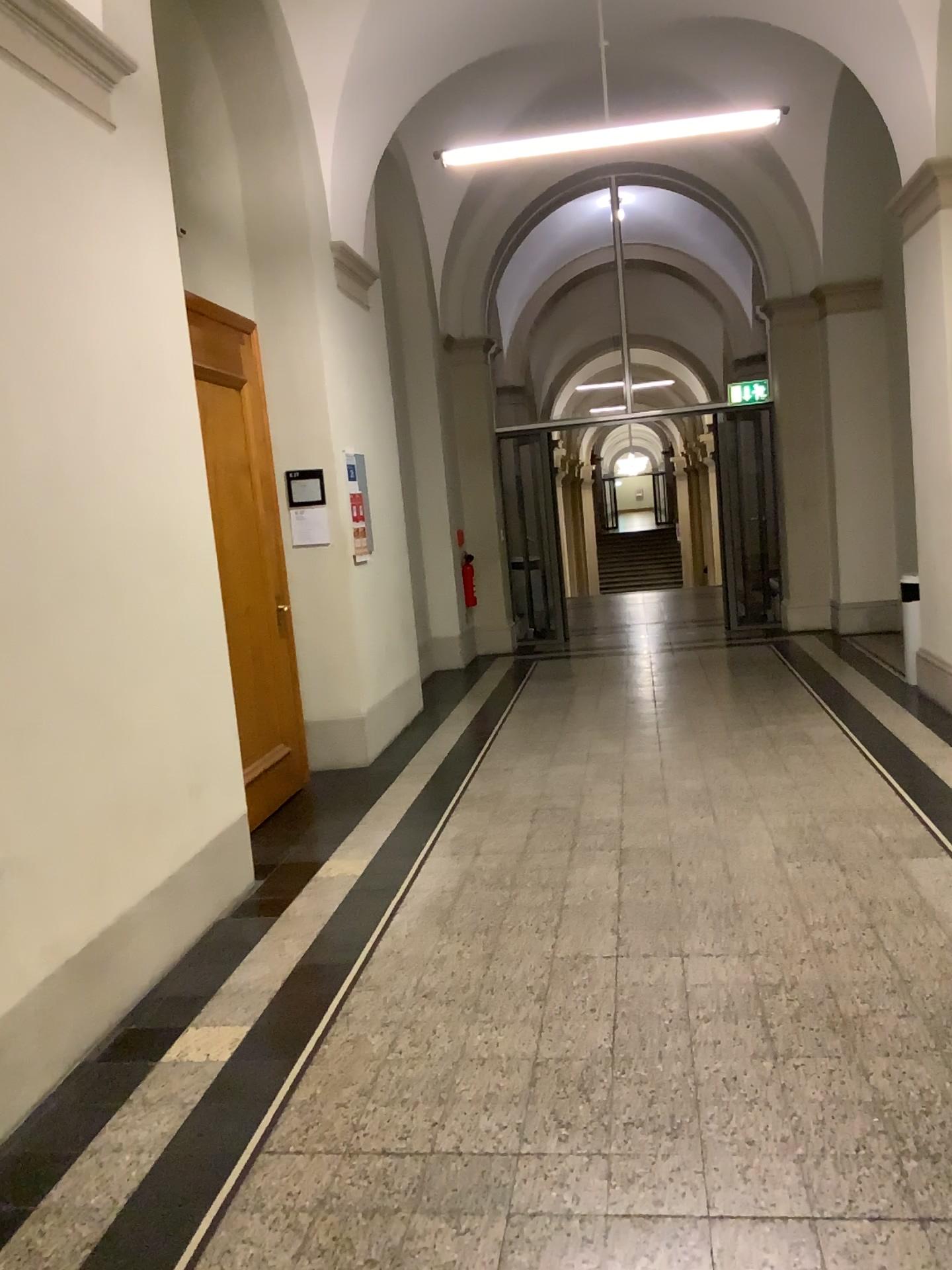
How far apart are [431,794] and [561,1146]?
3.1m
